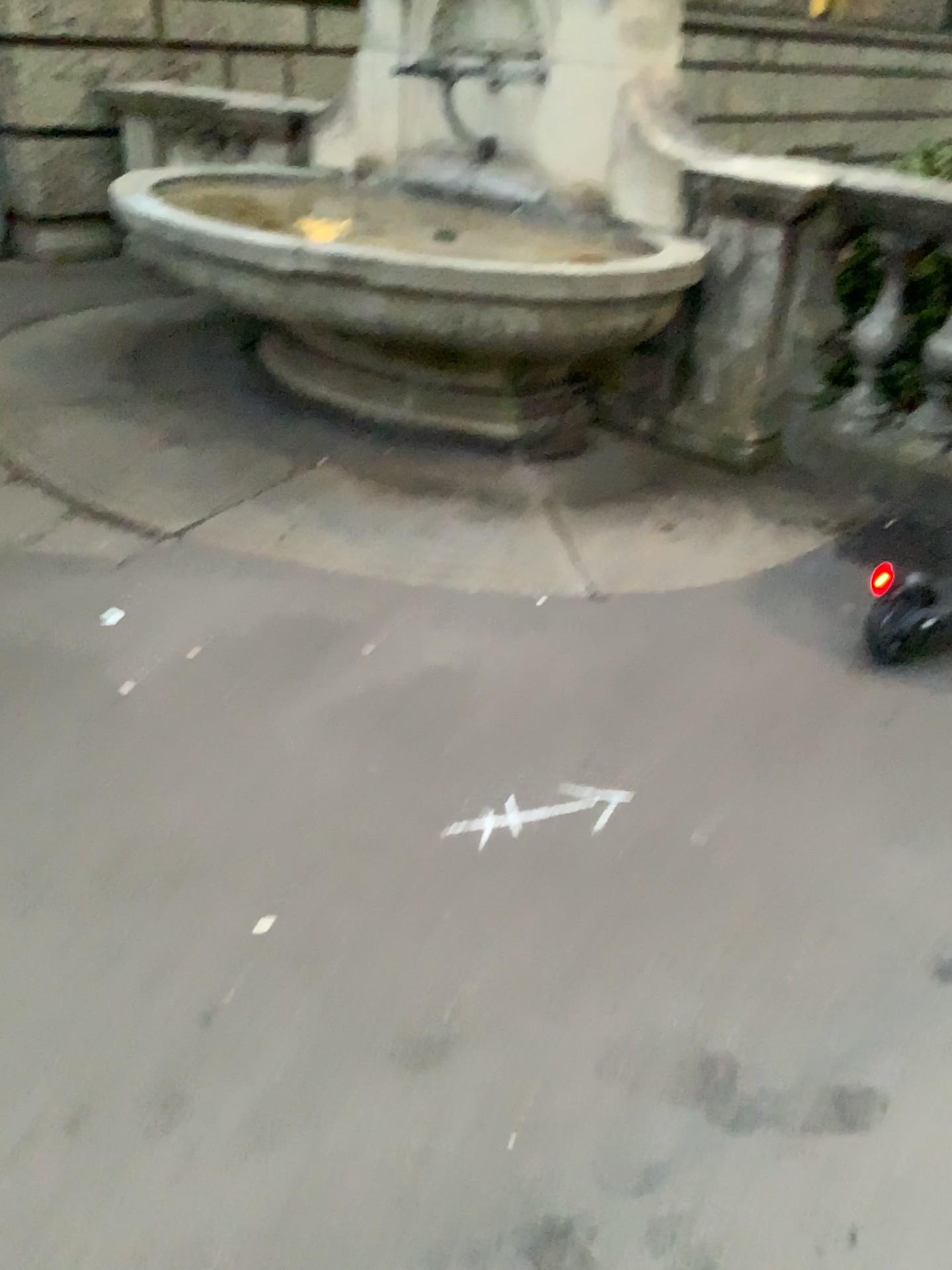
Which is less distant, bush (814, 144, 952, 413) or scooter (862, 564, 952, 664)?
scooter (862, 564, 952, 664)

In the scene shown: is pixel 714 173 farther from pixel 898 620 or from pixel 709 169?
pixel 898 620

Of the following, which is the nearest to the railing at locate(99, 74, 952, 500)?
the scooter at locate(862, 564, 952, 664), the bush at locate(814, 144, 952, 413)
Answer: the bush at locate(814, 144, 952, 413)

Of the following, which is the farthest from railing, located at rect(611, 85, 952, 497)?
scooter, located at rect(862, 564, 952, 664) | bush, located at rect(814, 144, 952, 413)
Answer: scooter, located at rect(862, 564, 952, 664)

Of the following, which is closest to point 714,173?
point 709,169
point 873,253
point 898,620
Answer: point 709,169

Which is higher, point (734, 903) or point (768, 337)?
point (768, 337)

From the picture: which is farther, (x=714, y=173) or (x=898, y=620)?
(x=714, y=173)

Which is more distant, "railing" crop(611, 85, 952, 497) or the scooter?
"railing" crop(611, 85, 952, 497)

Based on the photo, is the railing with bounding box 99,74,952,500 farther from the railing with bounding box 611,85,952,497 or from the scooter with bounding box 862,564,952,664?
the scooter with bounding box 862,564,952,664

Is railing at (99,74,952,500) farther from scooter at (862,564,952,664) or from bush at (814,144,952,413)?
scooter at (862,564,952,664)
